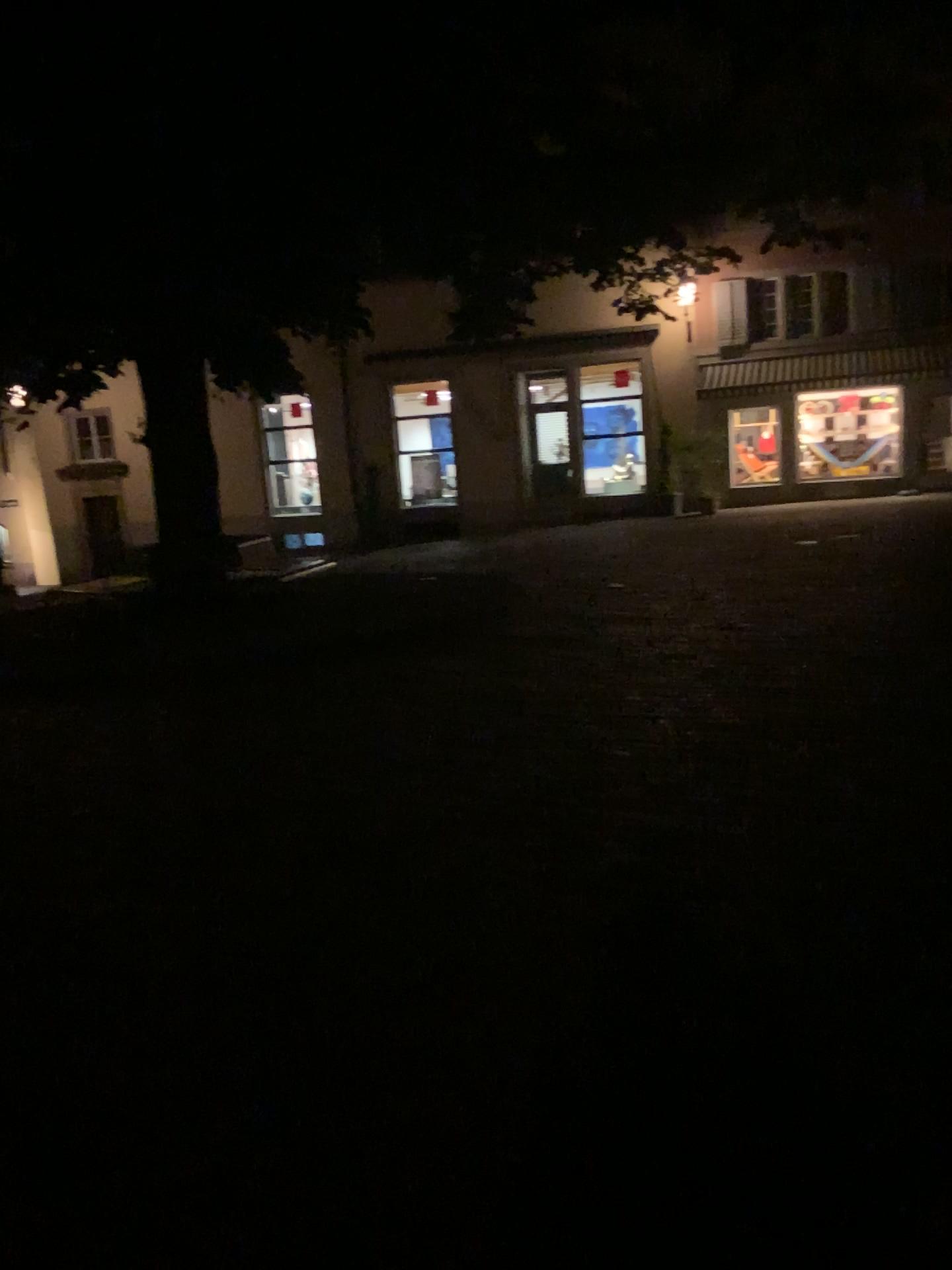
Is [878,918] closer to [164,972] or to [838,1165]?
[838,1165]
